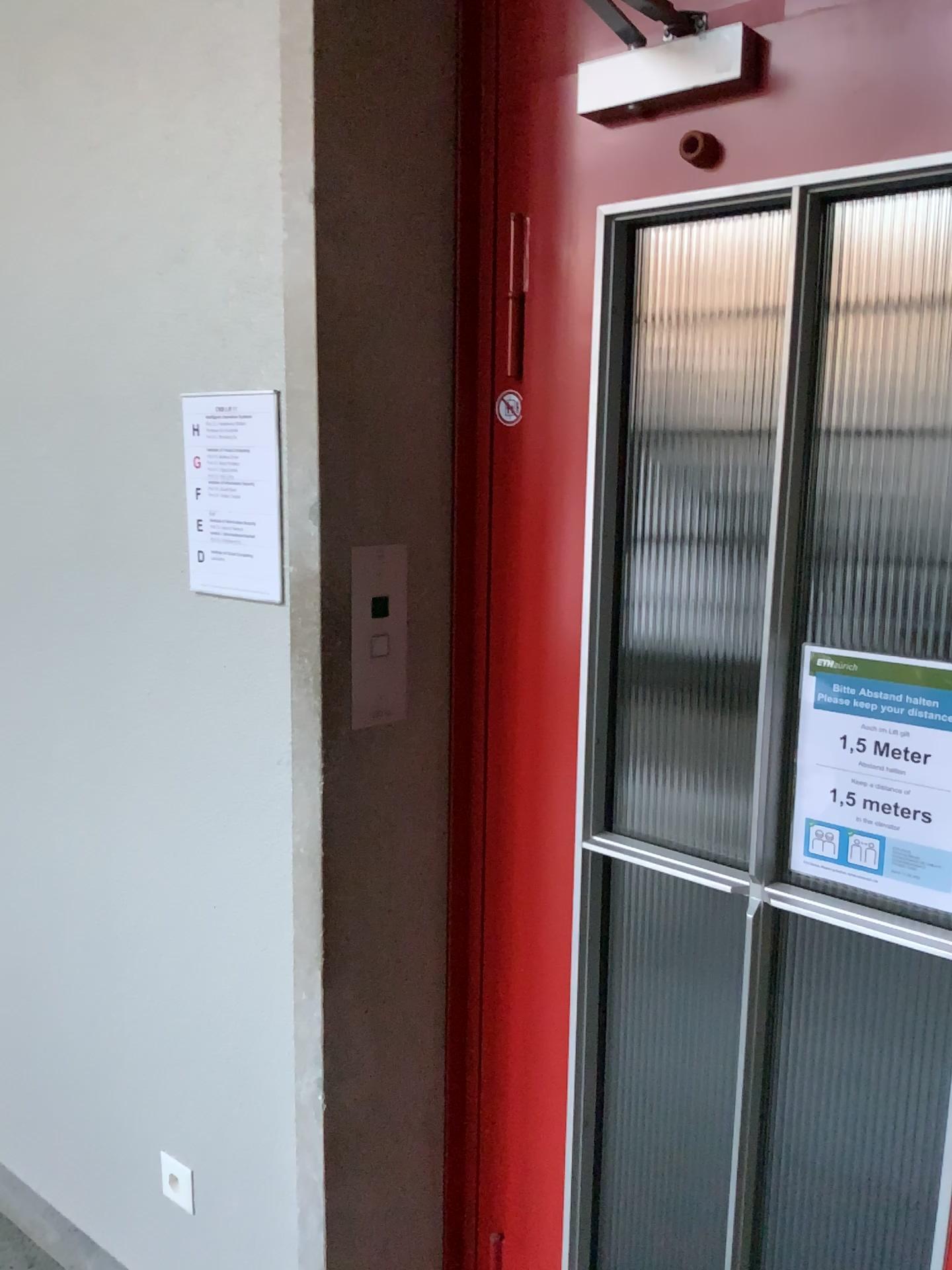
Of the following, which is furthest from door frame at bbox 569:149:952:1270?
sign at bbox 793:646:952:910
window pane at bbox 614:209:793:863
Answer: window pane at bbox 614:209:793:863

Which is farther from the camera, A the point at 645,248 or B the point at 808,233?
A the point at 645,248

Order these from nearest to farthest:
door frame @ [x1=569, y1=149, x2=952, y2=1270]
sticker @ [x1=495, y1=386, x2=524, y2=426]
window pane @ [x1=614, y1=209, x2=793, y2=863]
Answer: door frame @ [x1=569, y1=149, x2=952, y2=1270] → sticker @ [x1=495, y1=386, x2=524, y2=426] → window pane @ [x1=614, y1=209, x2=793, y2=863]

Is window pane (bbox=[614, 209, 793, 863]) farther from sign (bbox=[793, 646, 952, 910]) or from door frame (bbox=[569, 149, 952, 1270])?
sign (bbox=[793, 646, 952, 910])

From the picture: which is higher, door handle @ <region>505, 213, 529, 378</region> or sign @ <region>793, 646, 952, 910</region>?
door handle @ <region>505, 213, 529, 378</region>

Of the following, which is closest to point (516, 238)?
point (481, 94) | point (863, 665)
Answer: point (481, 94)

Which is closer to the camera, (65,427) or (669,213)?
(669,213)

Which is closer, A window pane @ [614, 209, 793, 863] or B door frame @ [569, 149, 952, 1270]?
B door frame @ [569, 149, 952, 1270]

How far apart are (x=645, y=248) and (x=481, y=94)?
0.9 meters

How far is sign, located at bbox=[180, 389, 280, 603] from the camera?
1.5 meters
